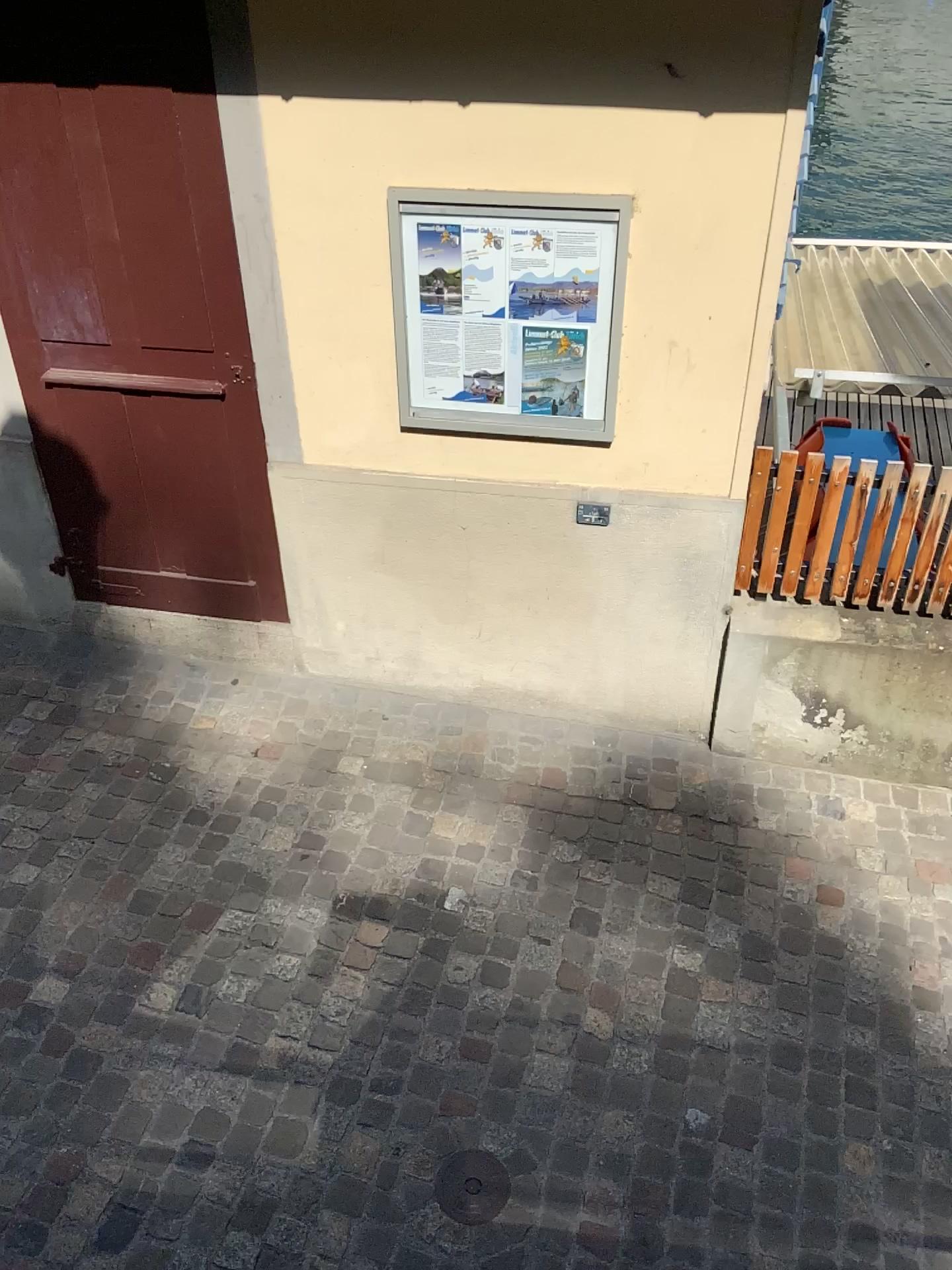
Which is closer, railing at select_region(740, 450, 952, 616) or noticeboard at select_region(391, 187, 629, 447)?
noticeboard at select_region(391, 187, 629, 447)

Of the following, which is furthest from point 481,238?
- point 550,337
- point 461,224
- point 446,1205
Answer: point 446,1205

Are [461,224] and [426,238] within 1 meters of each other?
yes

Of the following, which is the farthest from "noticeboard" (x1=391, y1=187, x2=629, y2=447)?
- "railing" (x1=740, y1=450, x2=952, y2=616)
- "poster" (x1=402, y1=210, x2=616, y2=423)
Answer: "railing" (x1=740, y1=450, x2=952, y2=616)

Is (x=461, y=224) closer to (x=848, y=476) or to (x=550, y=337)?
(x=550, y=337)

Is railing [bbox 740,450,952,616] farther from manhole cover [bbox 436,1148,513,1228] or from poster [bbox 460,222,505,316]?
manhole cover [bbox 436,1148,513,1228]

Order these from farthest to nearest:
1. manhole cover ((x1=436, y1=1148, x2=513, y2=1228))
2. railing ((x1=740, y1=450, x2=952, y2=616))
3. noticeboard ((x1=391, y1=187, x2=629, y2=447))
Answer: railing ((x1=740, y1=450, x2=952, y2=616)) → noticeboard ((x1=391, y1=187, x2=629, y2=447)) → manhole cover ((x1=436, y1=1148, x2=513, y2=1228))

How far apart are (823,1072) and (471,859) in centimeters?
126cm

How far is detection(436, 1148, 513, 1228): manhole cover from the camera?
2.64m

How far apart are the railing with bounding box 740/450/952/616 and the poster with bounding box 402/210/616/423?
0.56m
